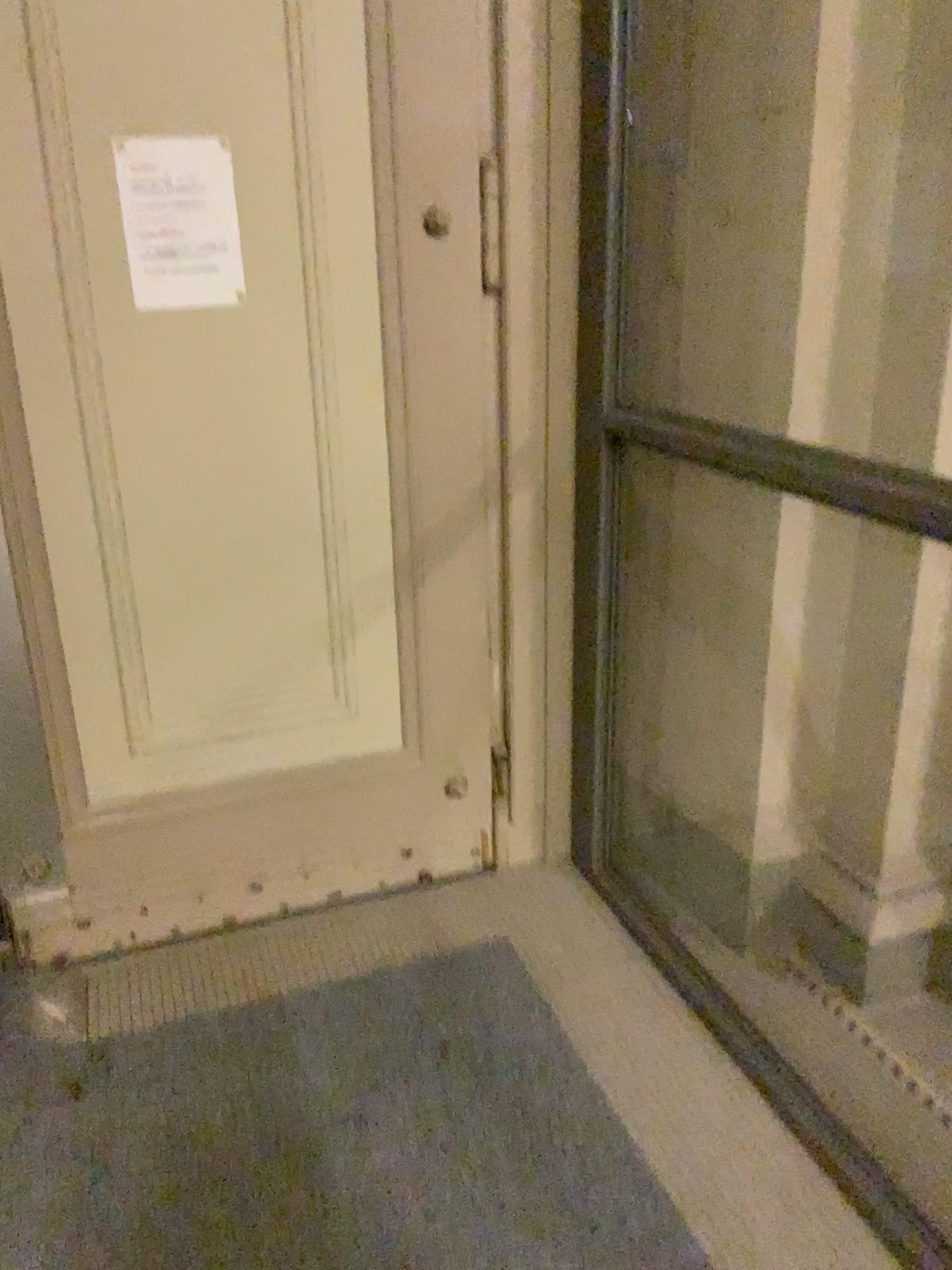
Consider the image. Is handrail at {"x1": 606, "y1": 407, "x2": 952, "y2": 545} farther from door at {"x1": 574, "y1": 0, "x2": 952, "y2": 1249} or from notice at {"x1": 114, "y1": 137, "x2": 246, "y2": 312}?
notice at {"x1": 114, "y1": 137, "x2": 246, "y2": 312}

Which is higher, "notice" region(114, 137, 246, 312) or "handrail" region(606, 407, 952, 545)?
"notice" region(114, 137, 246, 312)

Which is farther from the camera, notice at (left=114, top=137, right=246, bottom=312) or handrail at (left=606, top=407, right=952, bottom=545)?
notice at (left=114, top=137, right=246, bottom=312)

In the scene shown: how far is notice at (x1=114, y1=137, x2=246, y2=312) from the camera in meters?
1.9

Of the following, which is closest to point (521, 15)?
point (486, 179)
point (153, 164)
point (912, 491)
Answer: point (486, 179)

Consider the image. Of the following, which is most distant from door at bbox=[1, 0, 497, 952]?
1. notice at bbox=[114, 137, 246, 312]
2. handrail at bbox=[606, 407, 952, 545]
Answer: handrail at bbox=[606, 407, 952, 545]

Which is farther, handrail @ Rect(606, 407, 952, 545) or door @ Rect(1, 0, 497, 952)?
door @ Rect(1, 0, 497, 952)

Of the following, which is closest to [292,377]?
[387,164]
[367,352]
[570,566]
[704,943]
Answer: [367,352]

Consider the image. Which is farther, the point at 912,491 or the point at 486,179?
the point at 486,179

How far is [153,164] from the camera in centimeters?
194cm
